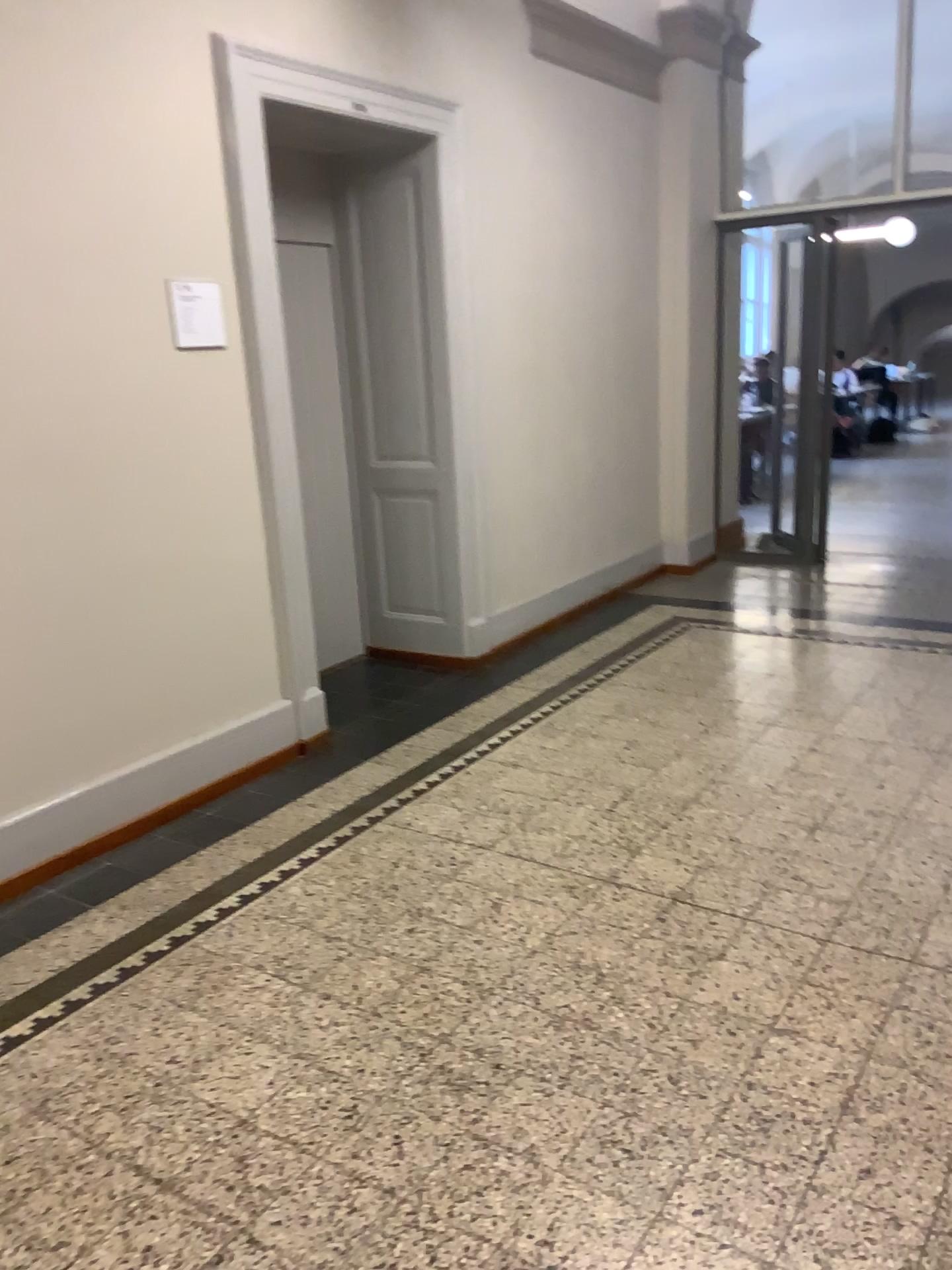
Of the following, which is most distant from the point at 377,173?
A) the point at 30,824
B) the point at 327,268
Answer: the point at 30,824

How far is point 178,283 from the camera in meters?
3.4 m

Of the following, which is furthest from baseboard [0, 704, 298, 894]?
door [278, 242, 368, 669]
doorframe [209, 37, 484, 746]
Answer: door [278, 242, 368, 669]

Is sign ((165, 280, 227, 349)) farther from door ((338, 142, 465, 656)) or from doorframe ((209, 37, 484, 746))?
door ((338, 142, 465, 656))

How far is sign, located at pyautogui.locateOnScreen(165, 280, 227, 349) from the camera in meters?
3.4

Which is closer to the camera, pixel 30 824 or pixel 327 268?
pixel 30 824

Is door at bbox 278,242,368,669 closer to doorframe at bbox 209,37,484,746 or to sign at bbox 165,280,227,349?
doorframe at bbox 209,37,484,746

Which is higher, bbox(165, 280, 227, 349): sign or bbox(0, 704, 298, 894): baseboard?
bbox(165, 280, 227, 349): sign

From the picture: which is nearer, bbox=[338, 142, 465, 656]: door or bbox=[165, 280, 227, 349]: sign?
bbox=[165, 280, 227, 349]: sign

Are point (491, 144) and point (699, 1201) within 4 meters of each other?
no
